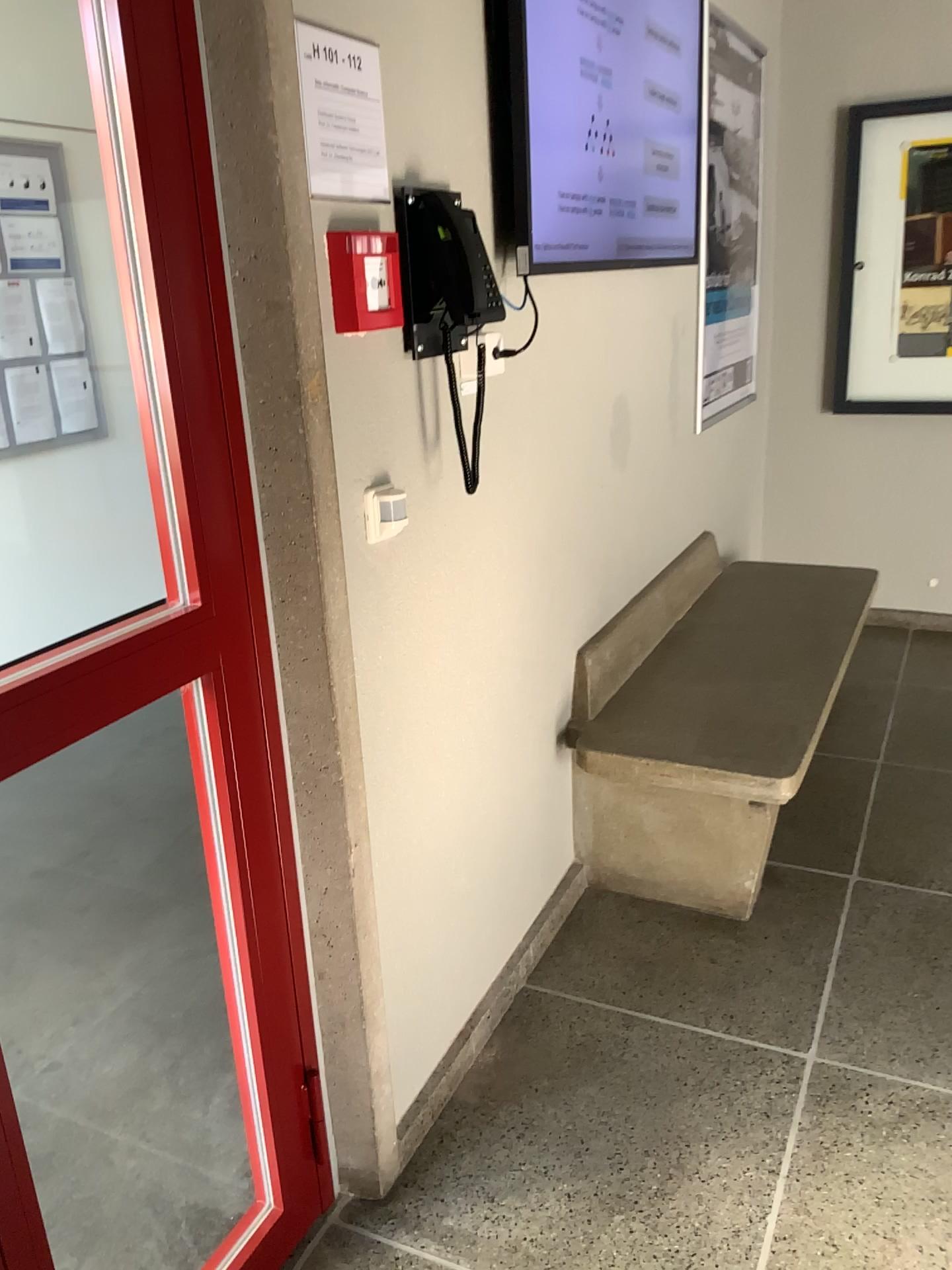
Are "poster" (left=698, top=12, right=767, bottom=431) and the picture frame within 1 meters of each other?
yes

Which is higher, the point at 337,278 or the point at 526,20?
the point at 526,20

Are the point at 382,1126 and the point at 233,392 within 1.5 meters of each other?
yes

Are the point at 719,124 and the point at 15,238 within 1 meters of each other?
no

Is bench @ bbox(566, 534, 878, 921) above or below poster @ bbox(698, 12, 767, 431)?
below

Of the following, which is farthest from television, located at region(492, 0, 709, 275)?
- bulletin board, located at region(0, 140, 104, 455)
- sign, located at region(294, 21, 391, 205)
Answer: bulletin board, located at region(0, 140, 104, 455)

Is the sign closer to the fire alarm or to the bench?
→ the fire alarm

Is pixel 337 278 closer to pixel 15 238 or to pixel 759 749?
pixel 759 749

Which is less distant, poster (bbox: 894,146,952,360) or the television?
the television

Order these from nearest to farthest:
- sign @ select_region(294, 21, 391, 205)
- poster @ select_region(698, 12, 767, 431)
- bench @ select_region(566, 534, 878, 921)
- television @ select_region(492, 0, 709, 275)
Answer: Answer: sign @ select_region(294, 21, 391, 205)
television @ select_region(492, 0, 709, 275)
bench @ select_region(566, 534, 878, 921)
poster @ select_region(698, 12, 767, 431)
